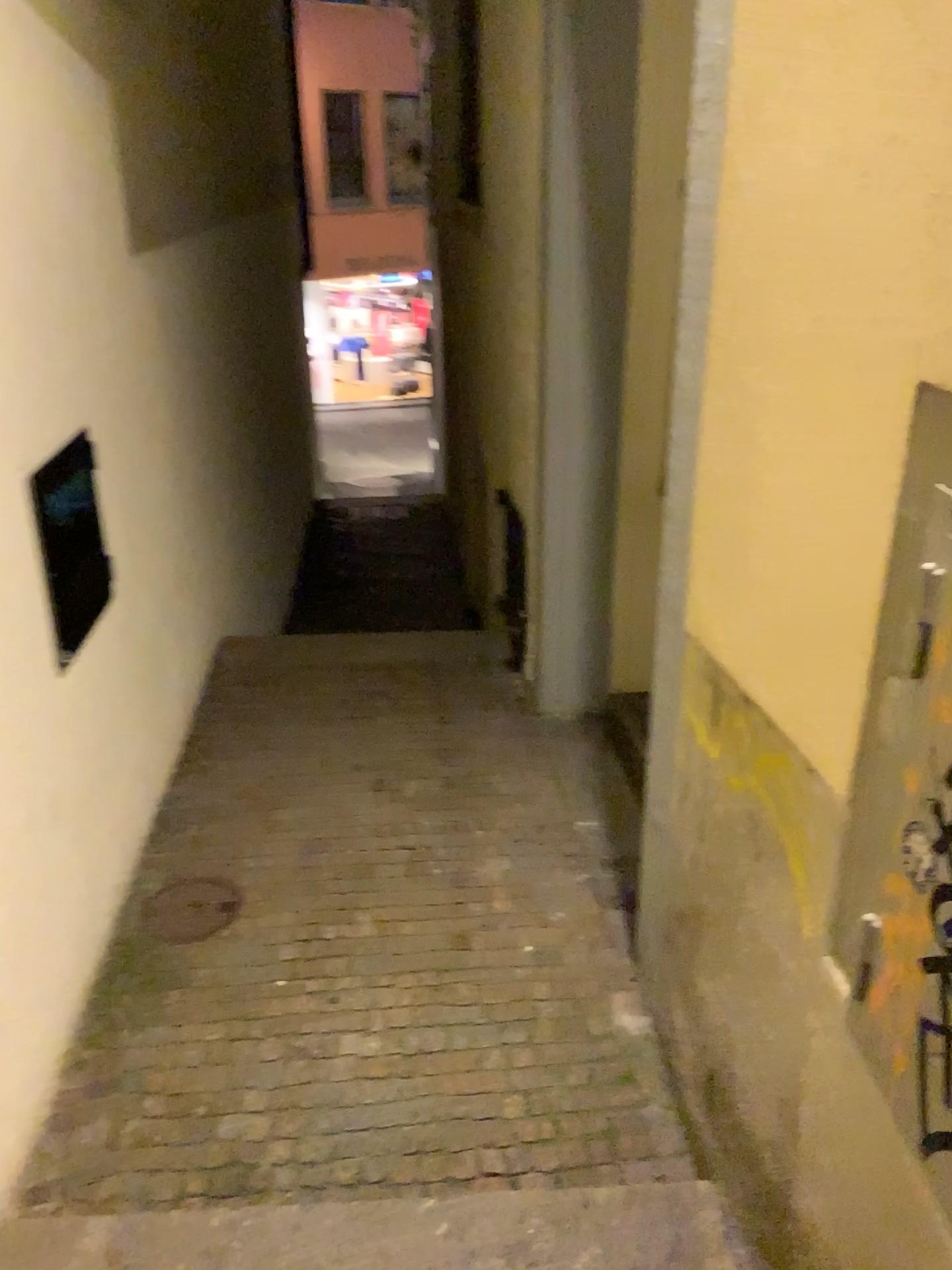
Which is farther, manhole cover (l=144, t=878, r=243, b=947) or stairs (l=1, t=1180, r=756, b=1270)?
manhole cover (l=144, t=878, r=243, b=947)

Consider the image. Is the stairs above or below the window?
below

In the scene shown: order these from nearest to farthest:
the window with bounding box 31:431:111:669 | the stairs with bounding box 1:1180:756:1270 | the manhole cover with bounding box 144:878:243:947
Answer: the stairs with bounding box 1:1180:756:1270
the window with bounding box 31:431:111:669
the manhole cover with bounding box 144:878:243:947

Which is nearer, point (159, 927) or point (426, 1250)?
point (426, 1250)

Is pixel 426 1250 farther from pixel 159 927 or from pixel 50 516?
pixel 50 516

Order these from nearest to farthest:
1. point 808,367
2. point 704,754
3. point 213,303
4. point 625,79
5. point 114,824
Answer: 1. point 808,367
2. point 704,754
3. point 114,824
4. point 625,79
5. point 213,303

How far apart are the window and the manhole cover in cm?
93

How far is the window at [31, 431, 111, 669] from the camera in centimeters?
238cm

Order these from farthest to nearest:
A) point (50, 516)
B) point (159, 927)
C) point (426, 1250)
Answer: point (159, 927) → point (50, 516) → point (426, 1250)

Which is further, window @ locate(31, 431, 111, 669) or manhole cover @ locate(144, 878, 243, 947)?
manhole cover @ locate(144, 878, 243, 947)
